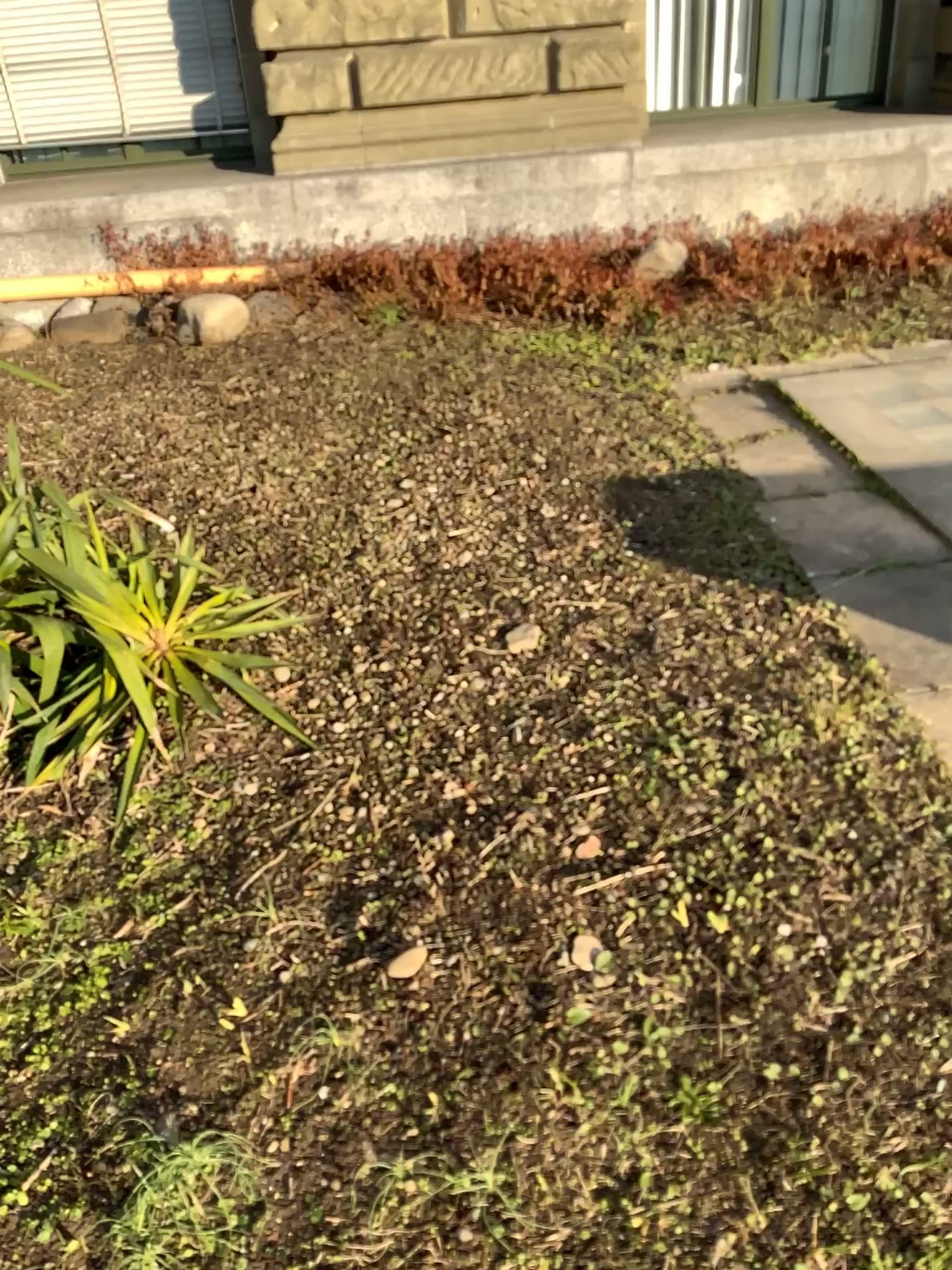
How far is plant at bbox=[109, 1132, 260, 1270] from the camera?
1.31m

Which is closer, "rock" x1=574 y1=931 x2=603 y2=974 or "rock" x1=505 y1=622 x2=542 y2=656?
"rock" x1=574 y1=931 x2=603 y2=974

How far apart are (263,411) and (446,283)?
1.5m

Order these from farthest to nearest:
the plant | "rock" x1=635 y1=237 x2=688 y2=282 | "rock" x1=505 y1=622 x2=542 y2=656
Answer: "rock" x1=635 y1=237 x2=688 y2=282 → "rock" x1=505 y1=622 x2=542 y2=656 → the plant

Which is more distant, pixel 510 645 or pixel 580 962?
pixel 510 645

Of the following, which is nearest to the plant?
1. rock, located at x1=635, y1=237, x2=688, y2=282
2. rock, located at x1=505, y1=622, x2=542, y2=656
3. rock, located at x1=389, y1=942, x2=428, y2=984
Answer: rock, located at x1=389, y1=942, x2=428, y2=984

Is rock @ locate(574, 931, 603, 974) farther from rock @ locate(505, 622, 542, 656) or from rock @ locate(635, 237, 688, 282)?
rock @ locate(635, 237, 688, 282)

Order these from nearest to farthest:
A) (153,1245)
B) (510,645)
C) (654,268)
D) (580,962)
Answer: (153,1245), (580,962), (510,645), (654,268)

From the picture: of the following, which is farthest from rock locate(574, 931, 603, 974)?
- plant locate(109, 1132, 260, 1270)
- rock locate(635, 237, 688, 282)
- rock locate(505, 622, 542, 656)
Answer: rock locate(635, 237, 688, 282)

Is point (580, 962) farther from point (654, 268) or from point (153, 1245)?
point (654, 268)
